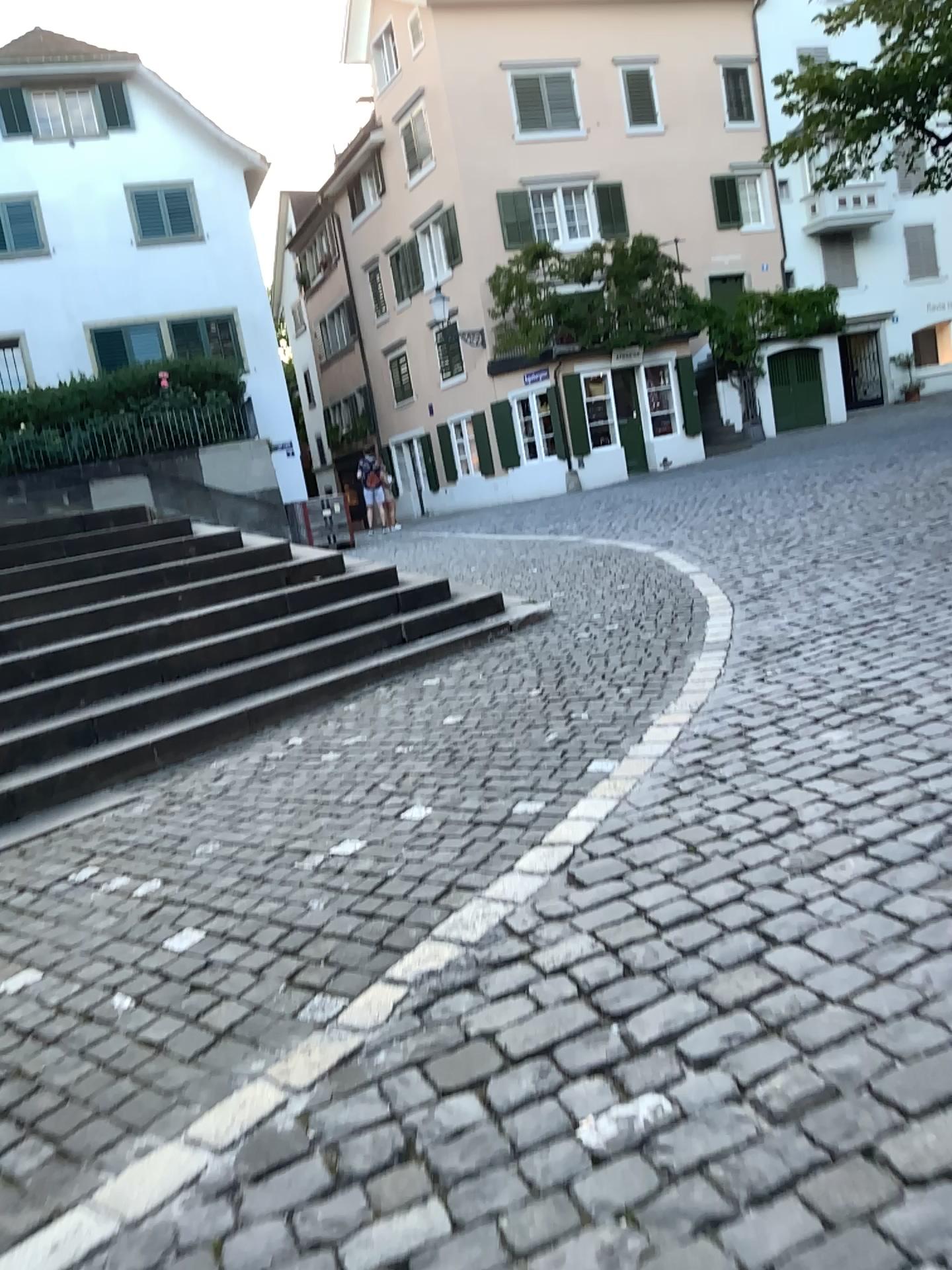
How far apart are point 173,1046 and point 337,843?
1.2m
